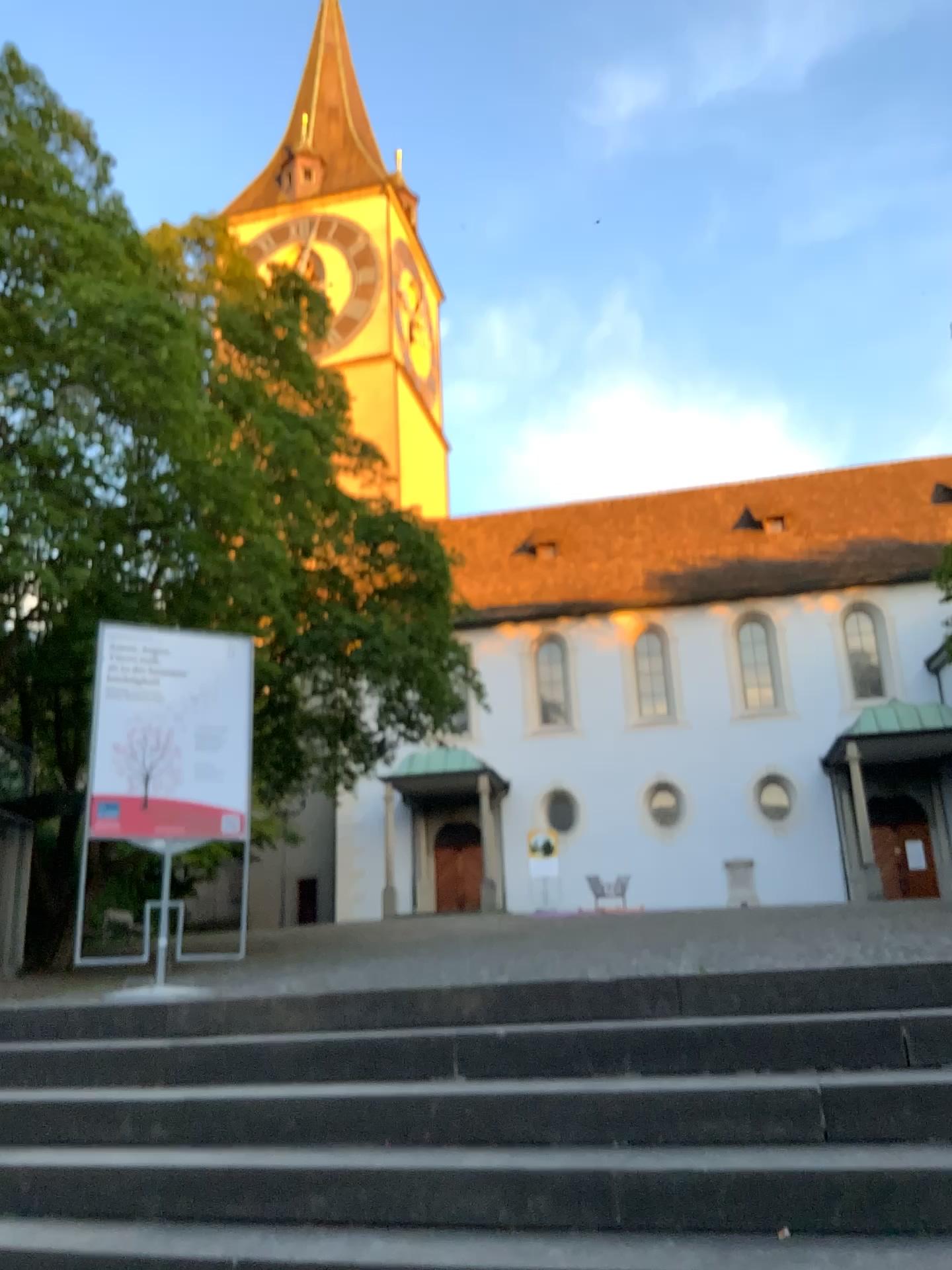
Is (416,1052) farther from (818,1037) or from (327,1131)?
(818,1037)
